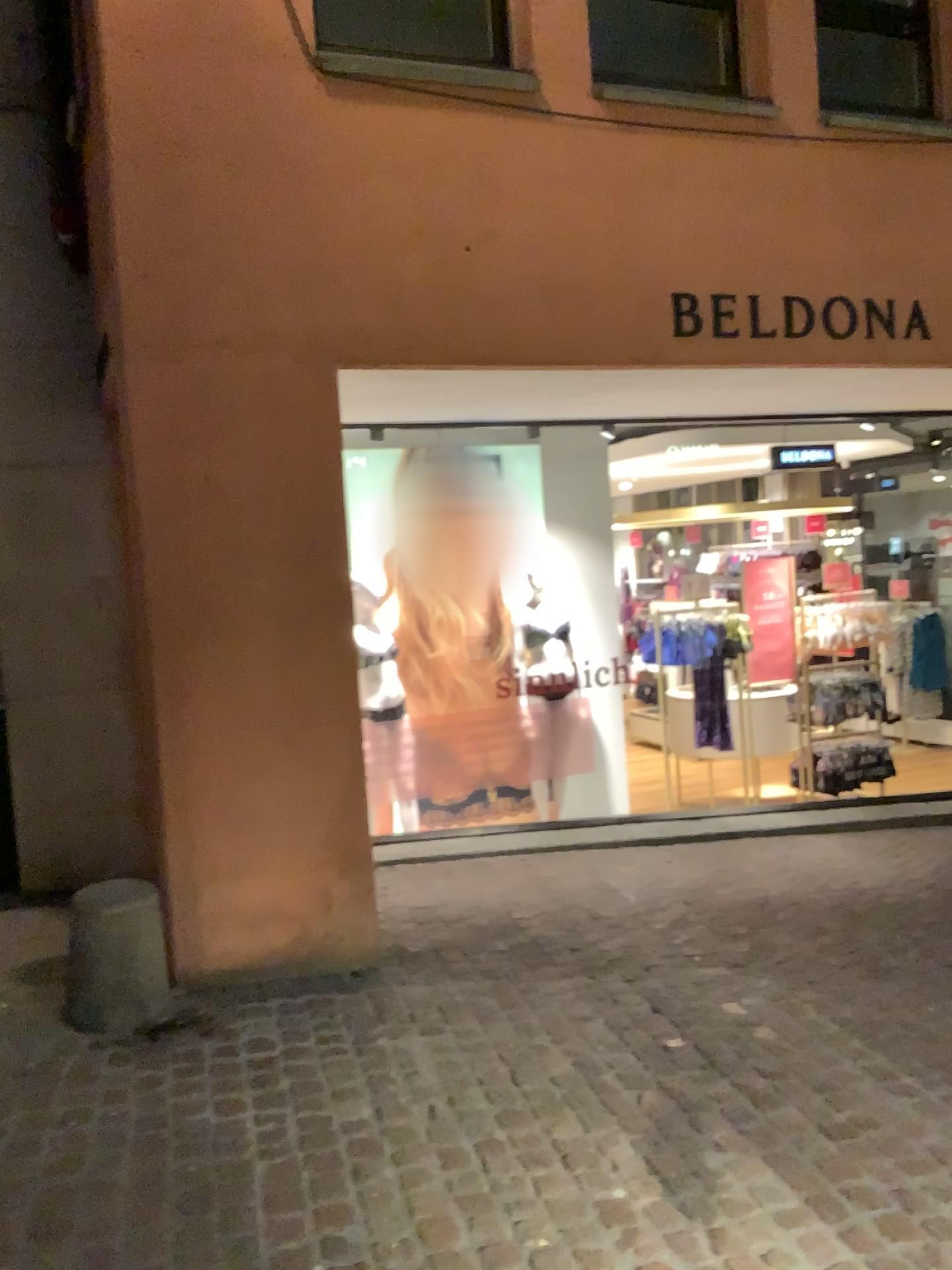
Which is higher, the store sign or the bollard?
the store sign

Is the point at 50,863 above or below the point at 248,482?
below

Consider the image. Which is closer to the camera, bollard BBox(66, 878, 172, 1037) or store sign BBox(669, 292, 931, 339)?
bollard BBox(66, 878, 172, 1037)

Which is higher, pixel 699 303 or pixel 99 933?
pixel 699 303

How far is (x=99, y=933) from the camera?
3.3m

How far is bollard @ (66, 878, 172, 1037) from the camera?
3.3 meters

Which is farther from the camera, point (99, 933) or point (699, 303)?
point (699, 303)
